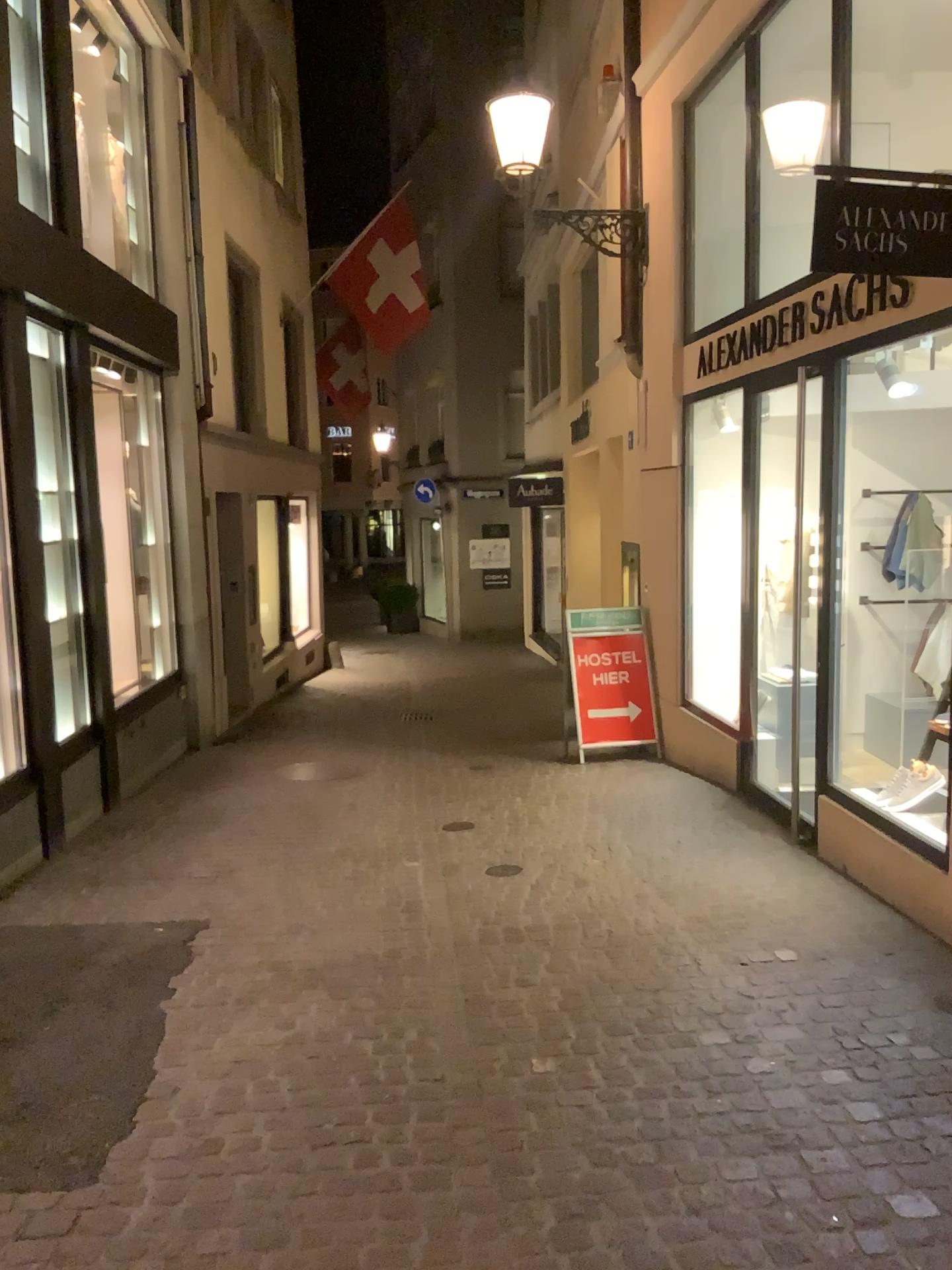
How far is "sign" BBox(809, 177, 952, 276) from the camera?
3.5 meters

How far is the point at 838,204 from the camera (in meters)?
3.47

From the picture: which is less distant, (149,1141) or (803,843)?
(149,1141)
